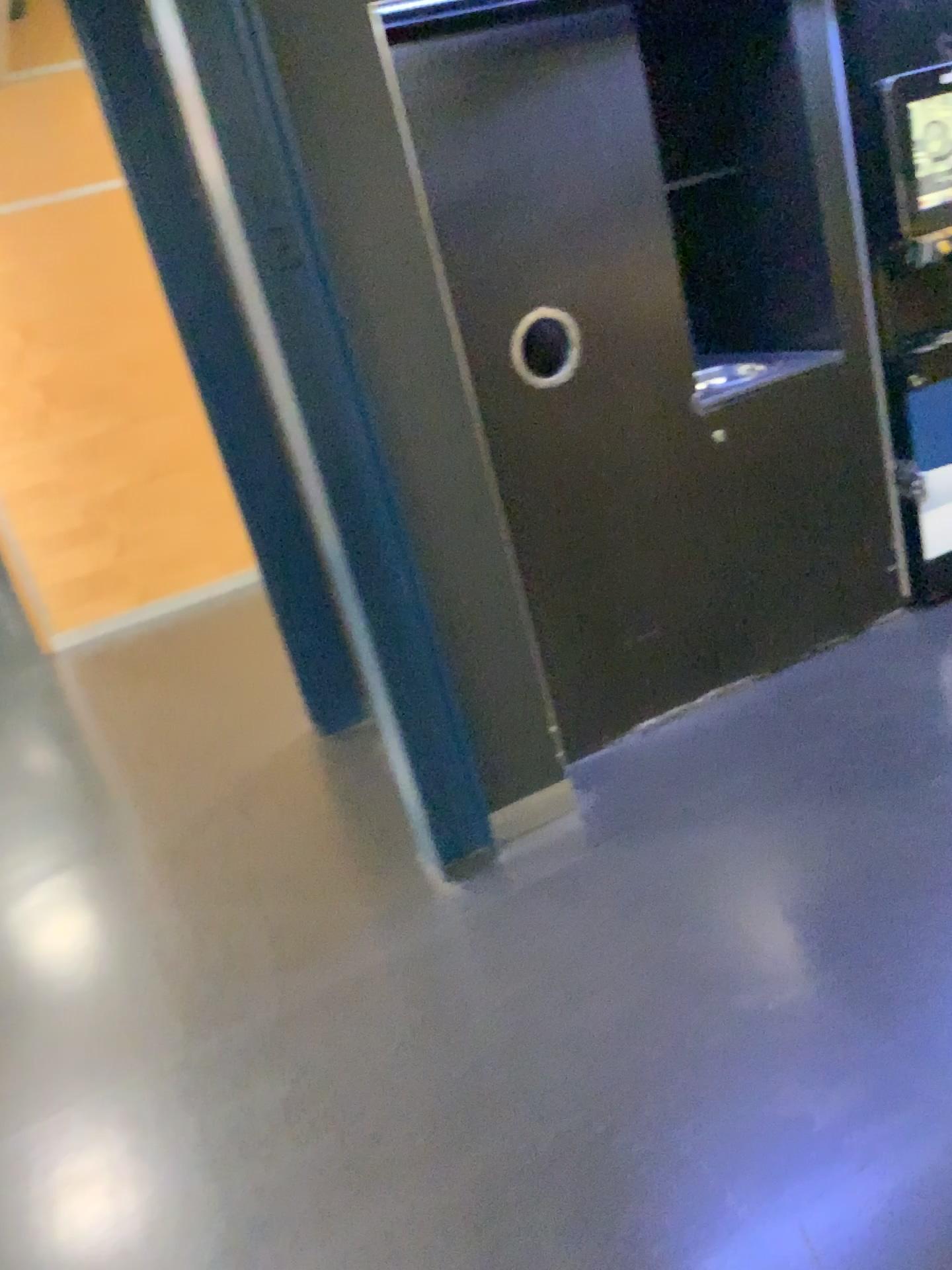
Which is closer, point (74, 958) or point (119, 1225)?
point (119, 1225)

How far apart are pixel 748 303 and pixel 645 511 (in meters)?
0.87

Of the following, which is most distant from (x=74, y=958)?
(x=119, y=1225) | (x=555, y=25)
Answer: (x=555, y=25)

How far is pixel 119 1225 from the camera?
1.8 meters

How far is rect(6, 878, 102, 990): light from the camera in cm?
267

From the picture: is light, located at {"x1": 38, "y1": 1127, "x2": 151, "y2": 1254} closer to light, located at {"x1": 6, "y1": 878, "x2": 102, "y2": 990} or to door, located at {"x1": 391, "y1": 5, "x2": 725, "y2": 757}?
light, located at {"x1": 6, "y1": 878, "x2": 102, "y2": 990}

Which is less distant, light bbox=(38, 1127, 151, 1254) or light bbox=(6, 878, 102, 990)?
light bbox=(38, 1127, 151, 1254)

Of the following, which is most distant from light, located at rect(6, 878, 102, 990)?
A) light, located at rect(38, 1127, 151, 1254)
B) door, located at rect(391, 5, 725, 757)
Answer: door, located at rect(391, 5, 725, 757)

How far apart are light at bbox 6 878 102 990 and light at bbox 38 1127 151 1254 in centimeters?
57cm
